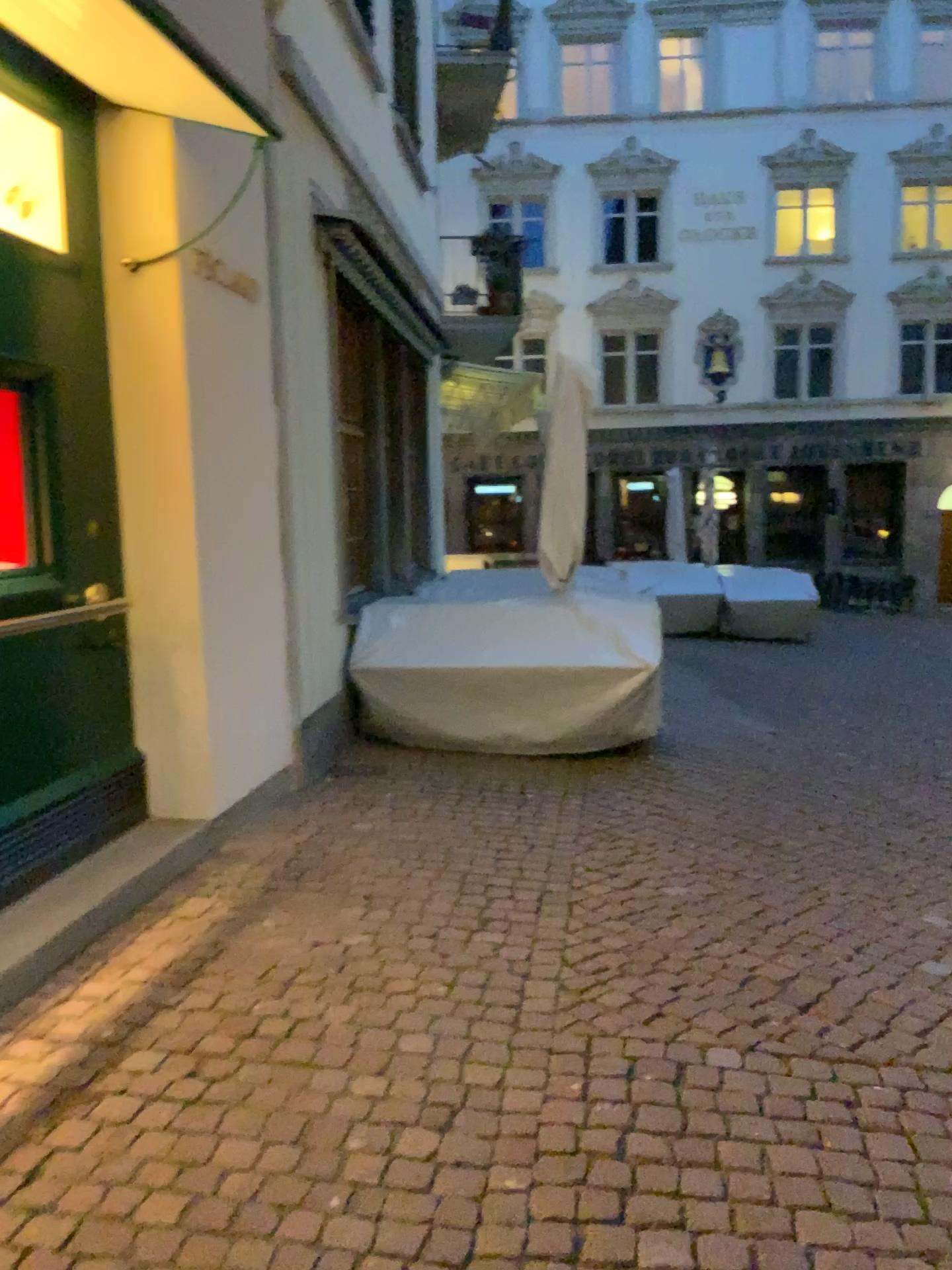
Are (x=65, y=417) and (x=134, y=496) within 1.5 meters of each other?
yes

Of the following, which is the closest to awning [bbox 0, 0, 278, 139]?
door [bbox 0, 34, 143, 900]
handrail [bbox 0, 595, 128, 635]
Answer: door [bbox 0, 34, 143, 900]

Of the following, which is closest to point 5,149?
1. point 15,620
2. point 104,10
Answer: point 104,10

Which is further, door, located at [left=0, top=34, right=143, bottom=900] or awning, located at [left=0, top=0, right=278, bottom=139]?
door, located at [left=0, top=34, right=143, bottom=900]

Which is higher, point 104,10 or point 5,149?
point 104,10

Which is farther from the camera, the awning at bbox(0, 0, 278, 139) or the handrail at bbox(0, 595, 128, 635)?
the handrail at bbox(0, 595, 128, 635)

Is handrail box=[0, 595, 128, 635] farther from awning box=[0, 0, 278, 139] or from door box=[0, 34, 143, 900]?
awning box=[0, 0, 278, 139]

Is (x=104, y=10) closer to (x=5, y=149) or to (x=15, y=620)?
(x=5, y=149)

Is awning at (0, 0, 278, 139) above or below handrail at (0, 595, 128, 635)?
above
